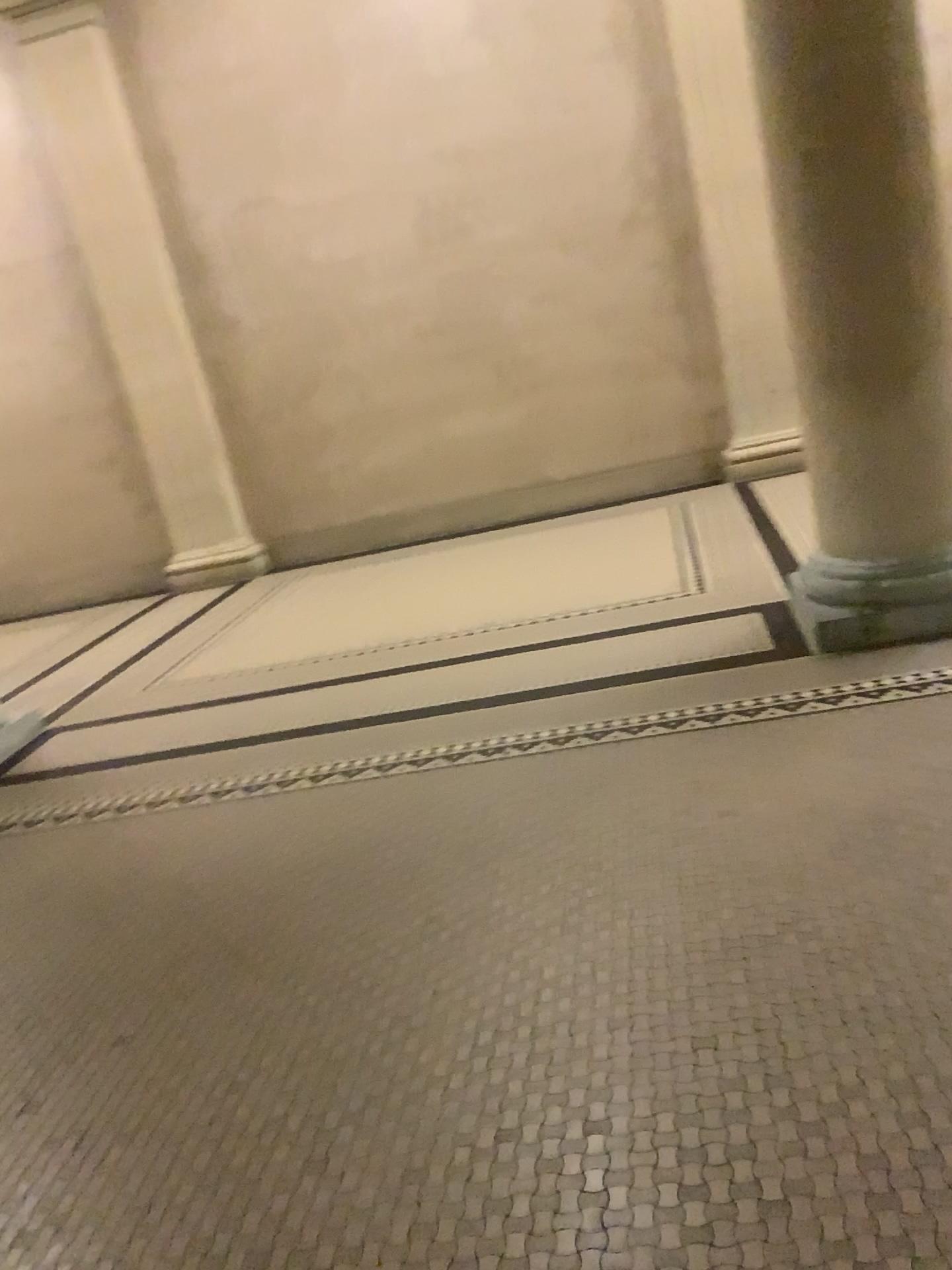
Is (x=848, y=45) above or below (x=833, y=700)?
above

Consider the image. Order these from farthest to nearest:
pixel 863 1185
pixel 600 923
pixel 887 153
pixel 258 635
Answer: pixel 258 635 < pixel 887 153 < pixel 600 923 < pixel 863 1185
